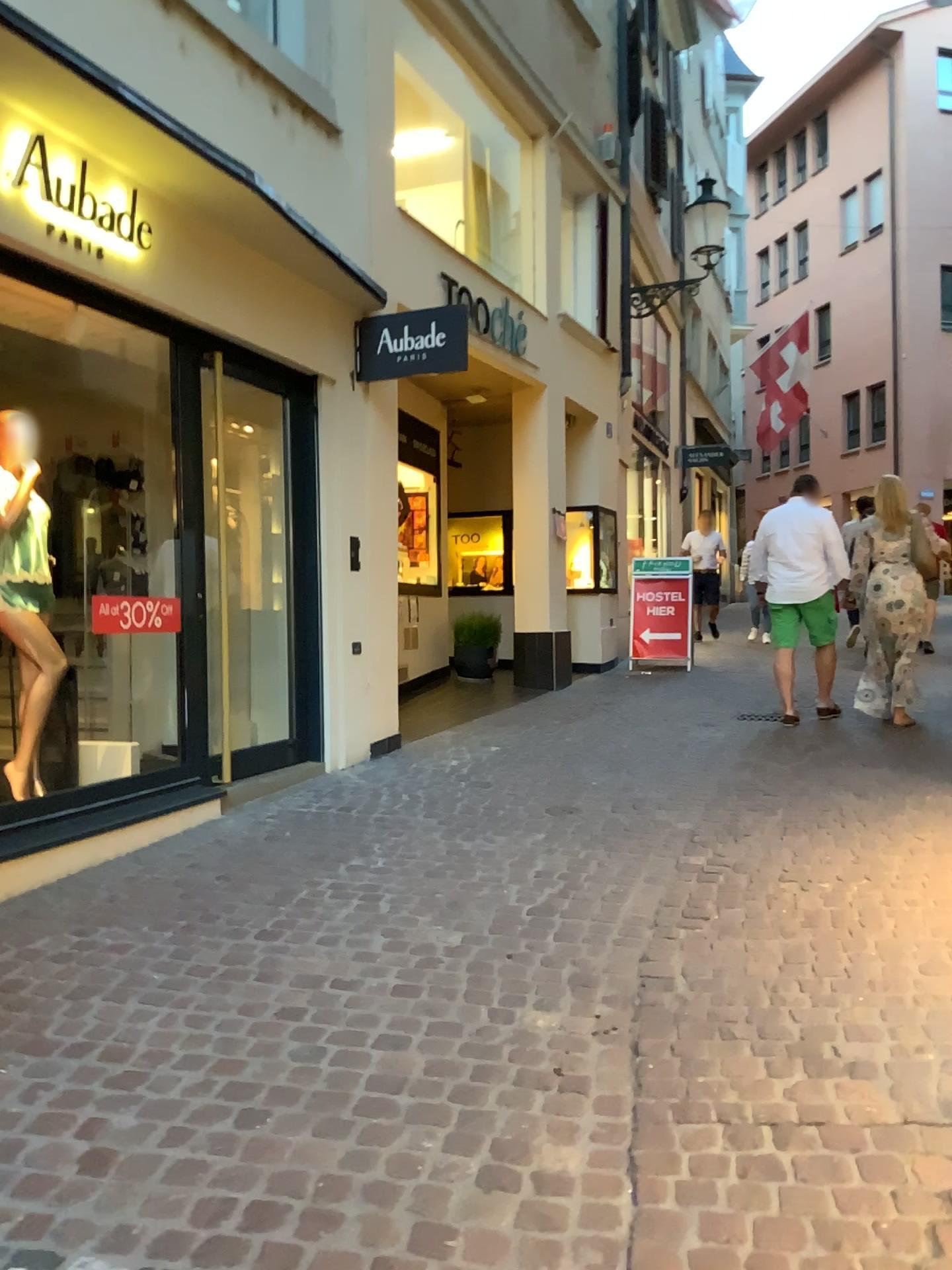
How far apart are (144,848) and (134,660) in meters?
0.9 m
